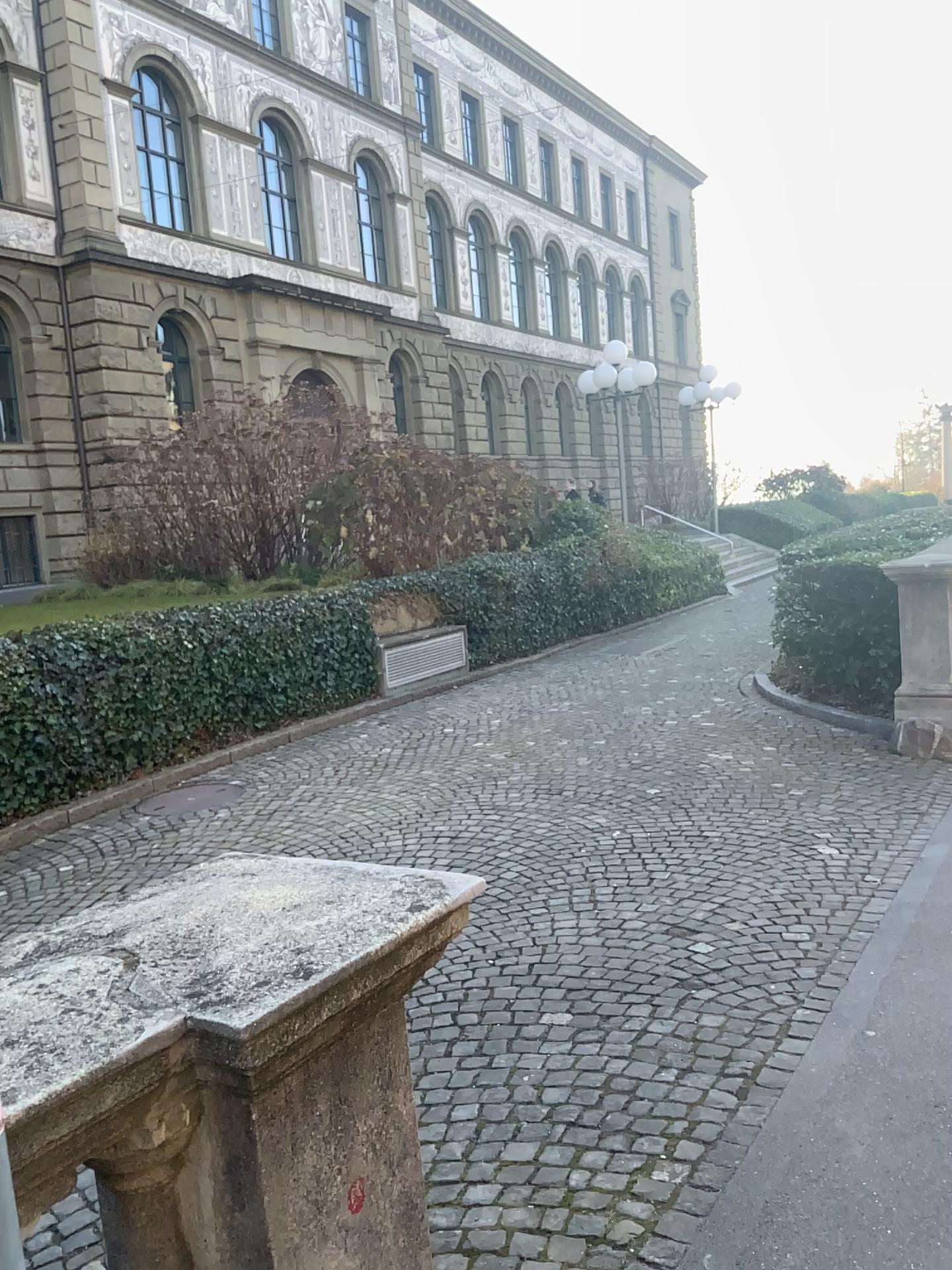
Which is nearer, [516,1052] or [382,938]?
[382,938]
